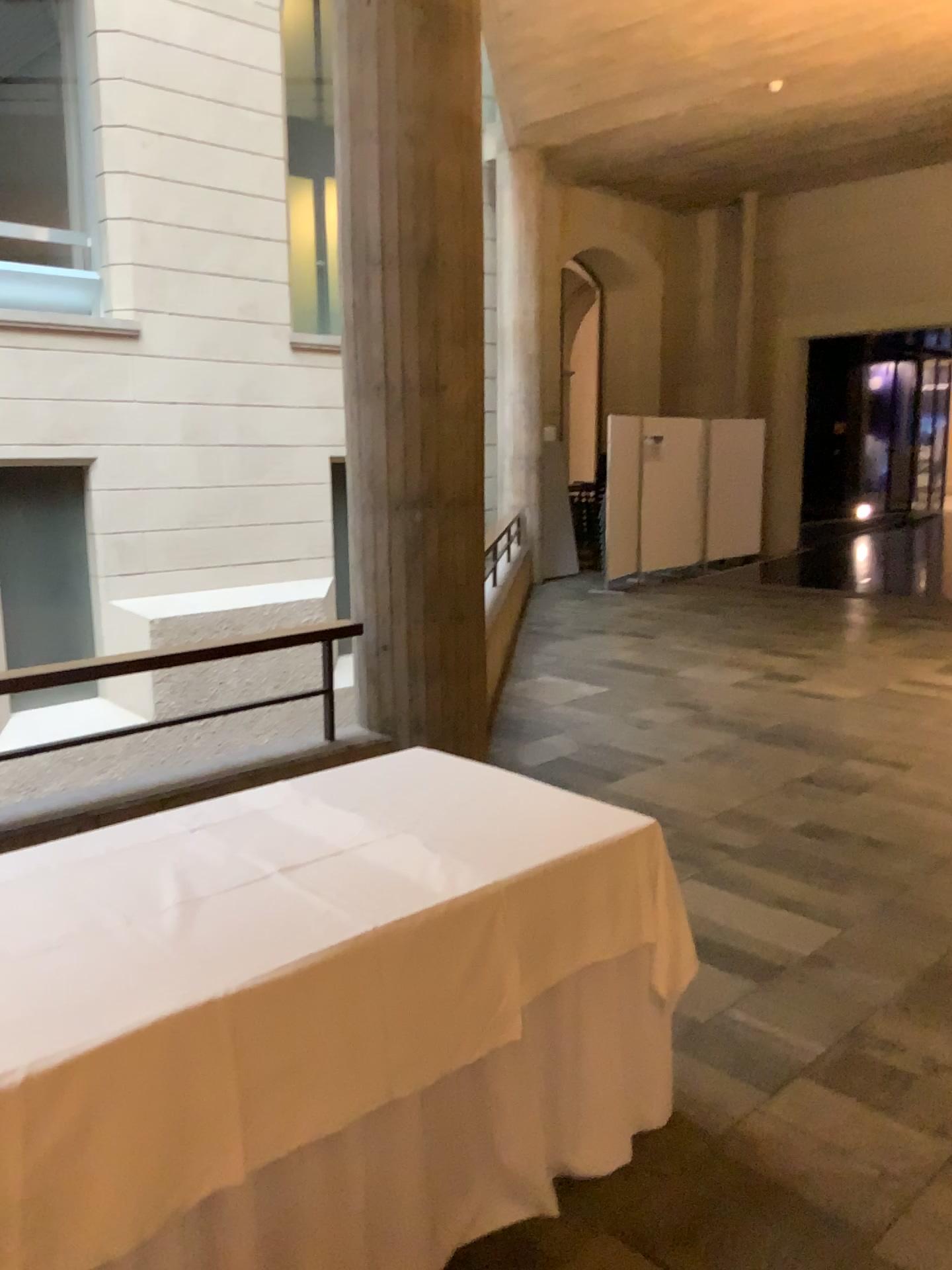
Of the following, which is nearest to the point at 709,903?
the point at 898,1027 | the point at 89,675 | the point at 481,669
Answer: the point at 898,1027
